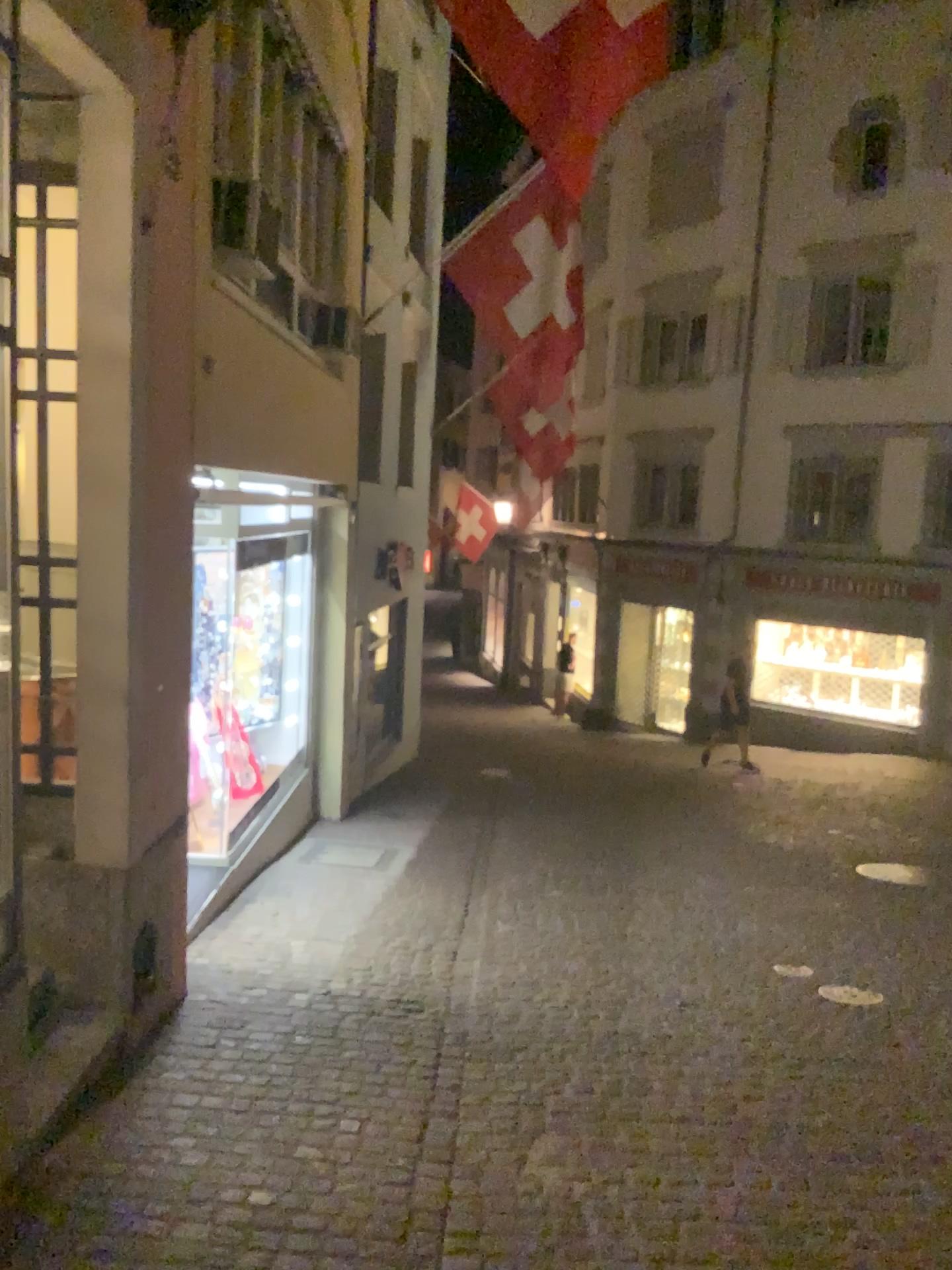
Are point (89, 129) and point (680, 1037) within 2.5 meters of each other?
no
